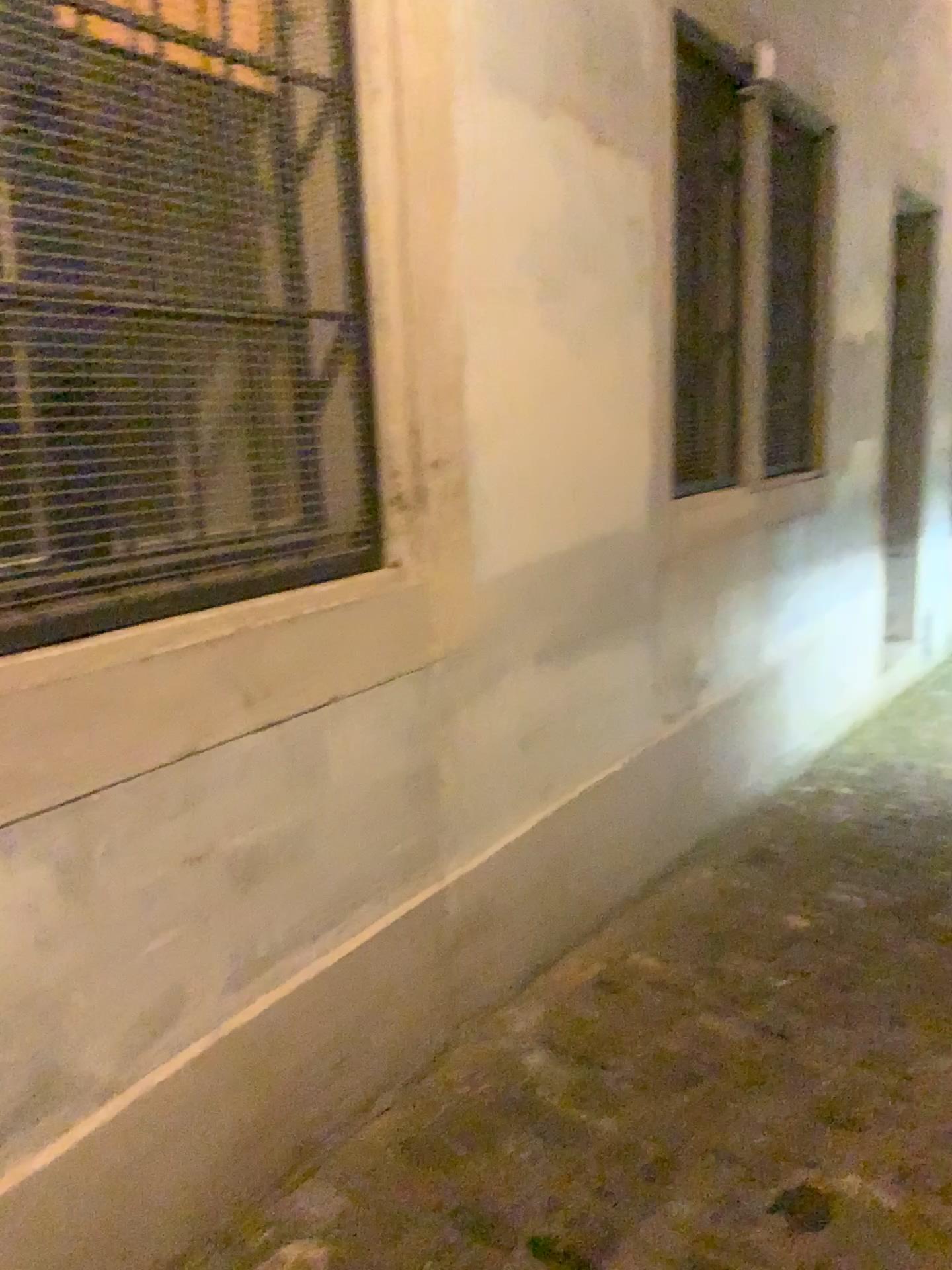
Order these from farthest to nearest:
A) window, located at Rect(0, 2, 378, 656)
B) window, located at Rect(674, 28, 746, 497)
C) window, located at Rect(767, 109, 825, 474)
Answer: window, located at Rect(767, 109, 825, 474) → window, located at Rect(674, 28, 746, 497) → window, located at Rect(0, 2, 378, 656)

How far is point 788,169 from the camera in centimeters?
402cm

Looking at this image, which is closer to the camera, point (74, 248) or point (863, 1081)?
point (74, 248)

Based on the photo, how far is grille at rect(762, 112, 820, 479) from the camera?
4.0 meters

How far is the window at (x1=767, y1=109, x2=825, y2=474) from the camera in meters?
4.0 m

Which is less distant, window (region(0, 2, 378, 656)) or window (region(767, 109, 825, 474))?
window (region(0, 2, 378, 656))

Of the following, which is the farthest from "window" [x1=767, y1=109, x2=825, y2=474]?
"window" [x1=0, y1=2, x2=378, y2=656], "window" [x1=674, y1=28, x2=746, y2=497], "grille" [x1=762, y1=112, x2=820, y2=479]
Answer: "window" [x1=0, y1=2, x2=378, y2=656]

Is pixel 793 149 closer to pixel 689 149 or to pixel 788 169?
pixel 788 169

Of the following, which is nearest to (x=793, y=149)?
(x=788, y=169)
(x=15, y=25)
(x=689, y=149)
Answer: (x=788, y=169)

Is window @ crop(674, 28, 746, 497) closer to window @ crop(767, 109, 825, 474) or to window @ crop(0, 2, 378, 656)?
window @ crop(767, 109, 825, 474)
